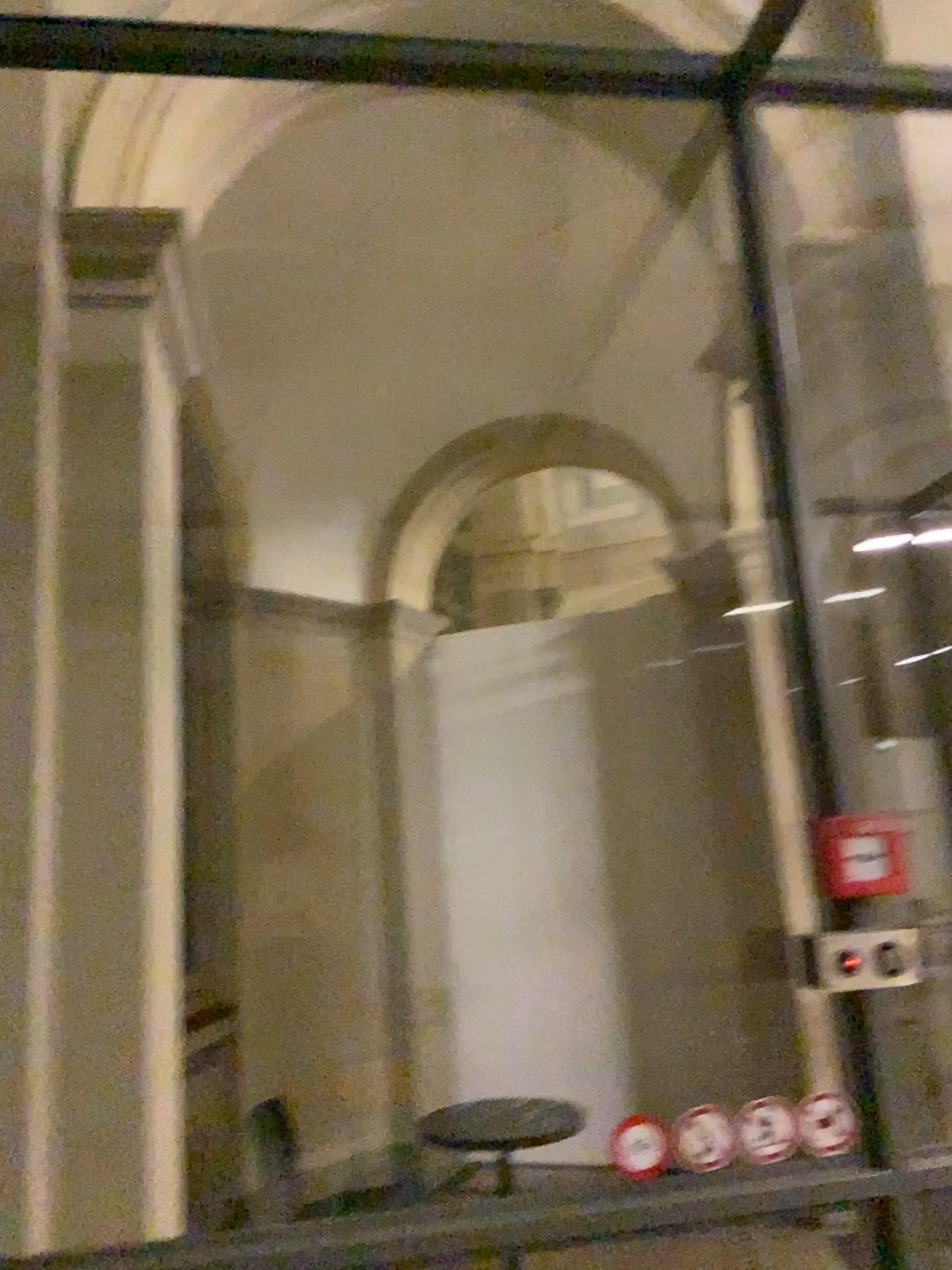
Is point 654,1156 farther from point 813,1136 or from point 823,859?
point 823,859

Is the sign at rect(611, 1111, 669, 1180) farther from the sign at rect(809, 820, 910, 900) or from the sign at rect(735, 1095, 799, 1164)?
the sign at rect(809, 820, 910, 900)

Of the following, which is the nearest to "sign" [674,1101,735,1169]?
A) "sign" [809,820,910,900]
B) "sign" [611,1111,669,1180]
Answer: "sign" [611,1111,669,1180]

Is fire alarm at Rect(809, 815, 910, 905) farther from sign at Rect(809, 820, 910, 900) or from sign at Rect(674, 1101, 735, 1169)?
sign at Rect(674, 1101, 735, 1169)

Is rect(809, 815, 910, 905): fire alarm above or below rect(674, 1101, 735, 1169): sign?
above

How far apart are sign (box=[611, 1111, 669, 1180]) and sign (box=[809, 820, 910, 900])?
0.49m

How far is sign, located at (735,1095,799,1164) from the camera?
1.68m

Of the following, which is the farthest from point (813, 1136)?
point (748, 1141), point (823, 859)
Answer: point (823, 859)

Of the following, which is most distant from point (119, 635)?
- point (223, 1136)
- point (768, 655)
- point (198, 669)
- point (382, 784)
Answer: point (768, 655)

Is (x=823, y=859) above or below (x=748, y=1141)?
above
